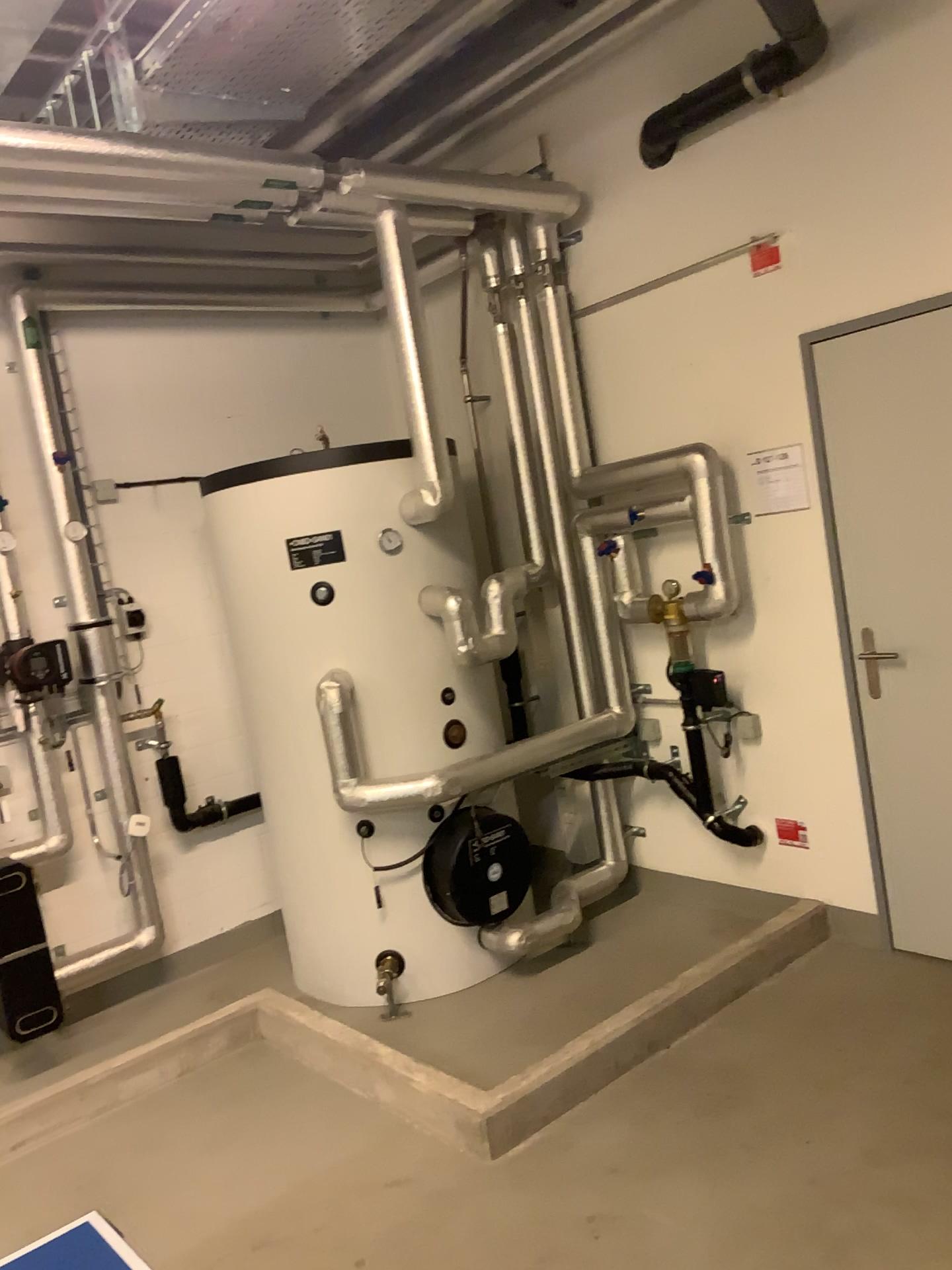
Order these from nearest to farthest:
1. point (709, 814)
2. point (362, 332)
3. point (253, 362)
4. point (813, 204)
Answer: point (813, 204)
point (709, 814)
point (253, 362)
point (362, 332)

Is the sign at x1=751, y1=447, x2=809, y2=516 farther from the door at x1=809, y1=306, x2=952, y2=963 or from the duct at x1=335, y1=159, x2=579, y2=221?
the duct at x1=335, y1=159, x2=579, y2=221

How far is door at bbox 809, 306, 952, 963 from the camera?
3.1 meters

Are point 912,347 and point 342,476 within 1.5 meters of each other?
no

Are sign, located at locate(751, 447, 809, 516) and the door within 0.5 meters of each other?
yes

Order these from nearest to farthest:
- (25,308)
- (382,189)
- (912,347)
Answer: (912,347), (382,189), (25,308)

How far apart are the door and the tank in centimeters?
127cm

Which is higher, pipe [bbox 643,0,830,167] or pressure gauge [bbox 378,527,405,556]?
pipe [bbox 643,0,830,167]

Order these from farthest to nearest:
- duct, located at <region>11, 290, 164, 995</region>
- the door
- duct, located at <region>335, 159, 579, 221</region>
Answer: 1. duct, located at <region>11, 290, 164, 995</region>
2. duct, located at <region>335, 159, 579, 221</region>
3. the door

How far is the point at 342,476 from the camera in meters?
3.6
